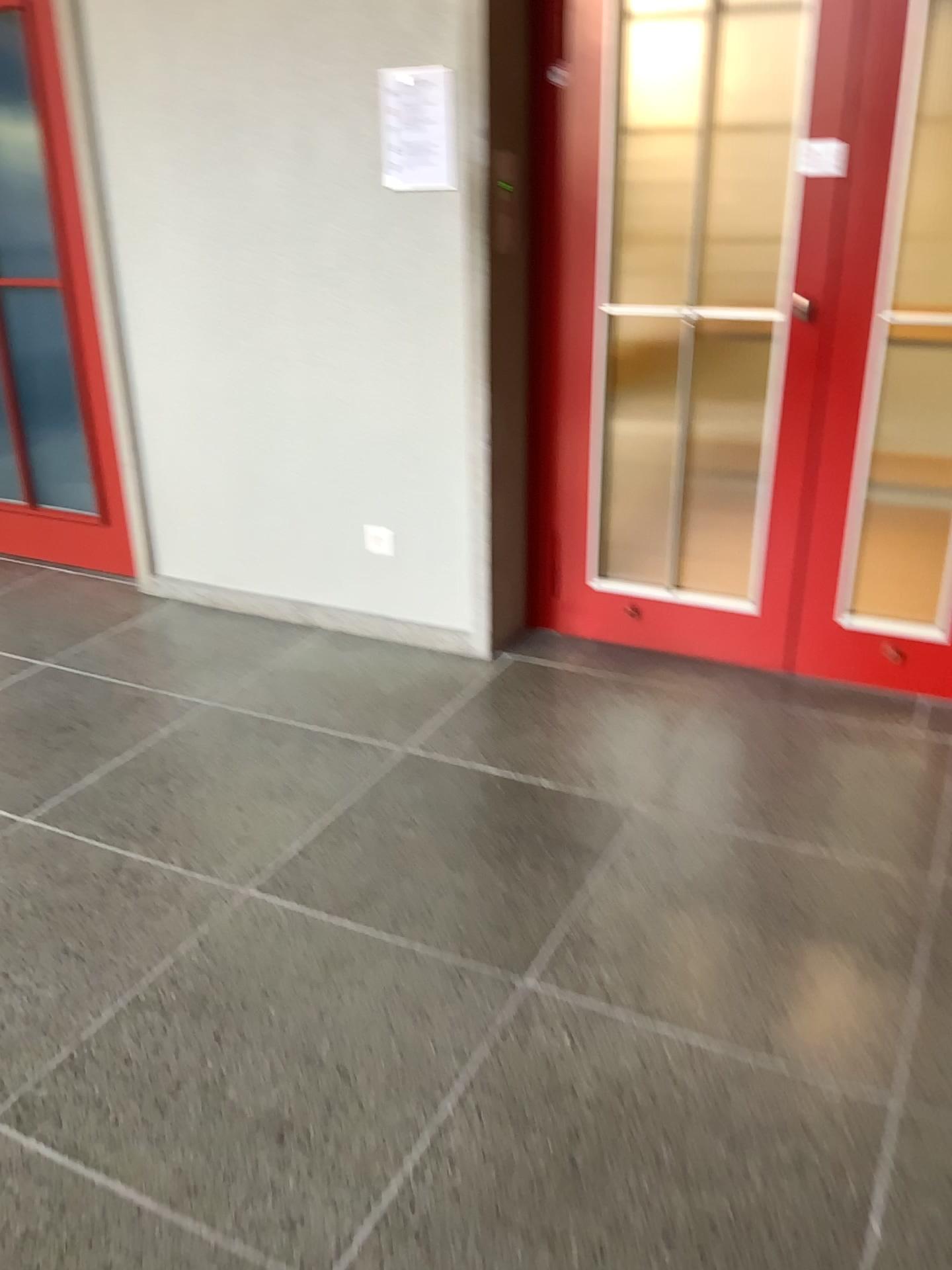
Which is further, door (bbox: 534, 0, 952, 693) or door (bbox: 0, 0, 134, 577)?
door (bbox: 0, 0, 134, 577)

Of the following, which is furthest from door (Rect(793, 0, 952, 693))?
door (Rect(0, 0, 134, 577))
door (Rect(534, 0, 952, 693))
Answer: door (Rect(0, 0, 134, 577))

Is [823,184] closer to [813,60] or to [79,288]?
[813,60]

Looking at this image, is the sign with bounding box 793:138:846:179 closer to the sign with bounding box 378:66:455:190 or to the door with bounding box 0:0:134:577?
the sign with bounding box 378:66:455:190

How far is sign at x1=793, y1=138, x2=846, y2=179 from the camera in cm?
272

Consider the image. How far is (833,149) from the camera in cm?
272

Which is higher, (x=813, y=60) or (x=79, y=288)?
(x=813, y=60)

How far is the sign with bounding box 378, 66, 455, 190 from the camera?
2.91m

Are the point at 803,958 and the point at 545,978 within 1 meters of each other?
yes

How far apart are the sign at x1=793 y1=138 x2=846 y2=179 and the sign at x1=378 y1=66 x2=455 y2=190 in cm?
95
